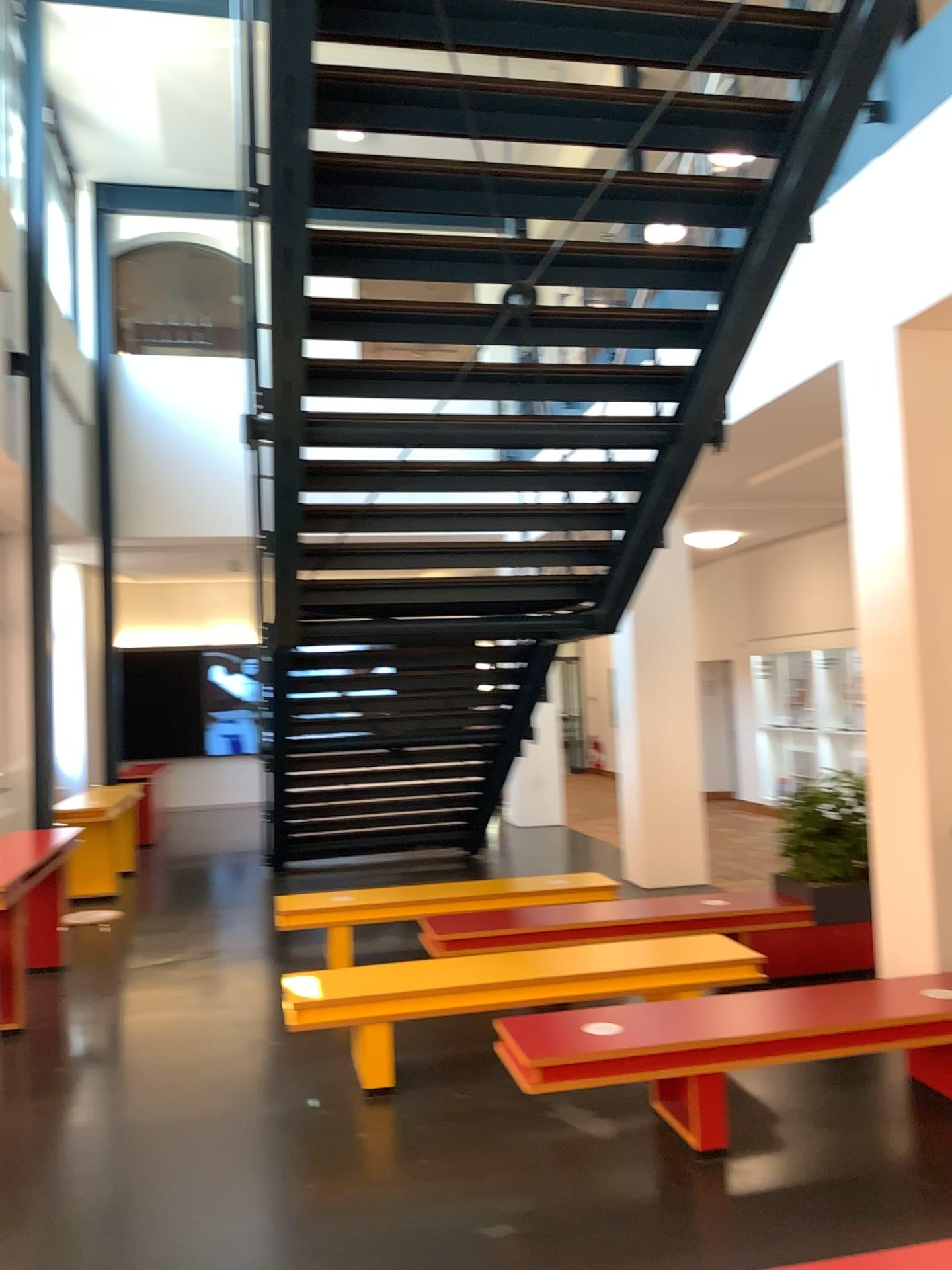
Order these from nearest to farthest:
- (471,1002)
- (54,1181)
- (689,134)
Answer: (54,1181) < (689,134) < (471,1002)

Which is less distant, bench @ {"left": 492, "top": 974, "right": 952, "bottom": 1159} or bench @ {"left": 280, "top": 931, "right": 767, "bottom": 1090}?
bench @ {"left": 492, "top": 974, "right": 952, "bottom": 1159}

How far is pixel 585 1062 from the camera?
3.9m

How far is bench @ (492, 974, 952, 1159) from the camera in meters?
3.9 m

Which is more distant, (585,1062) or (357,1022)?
(357,1022)
